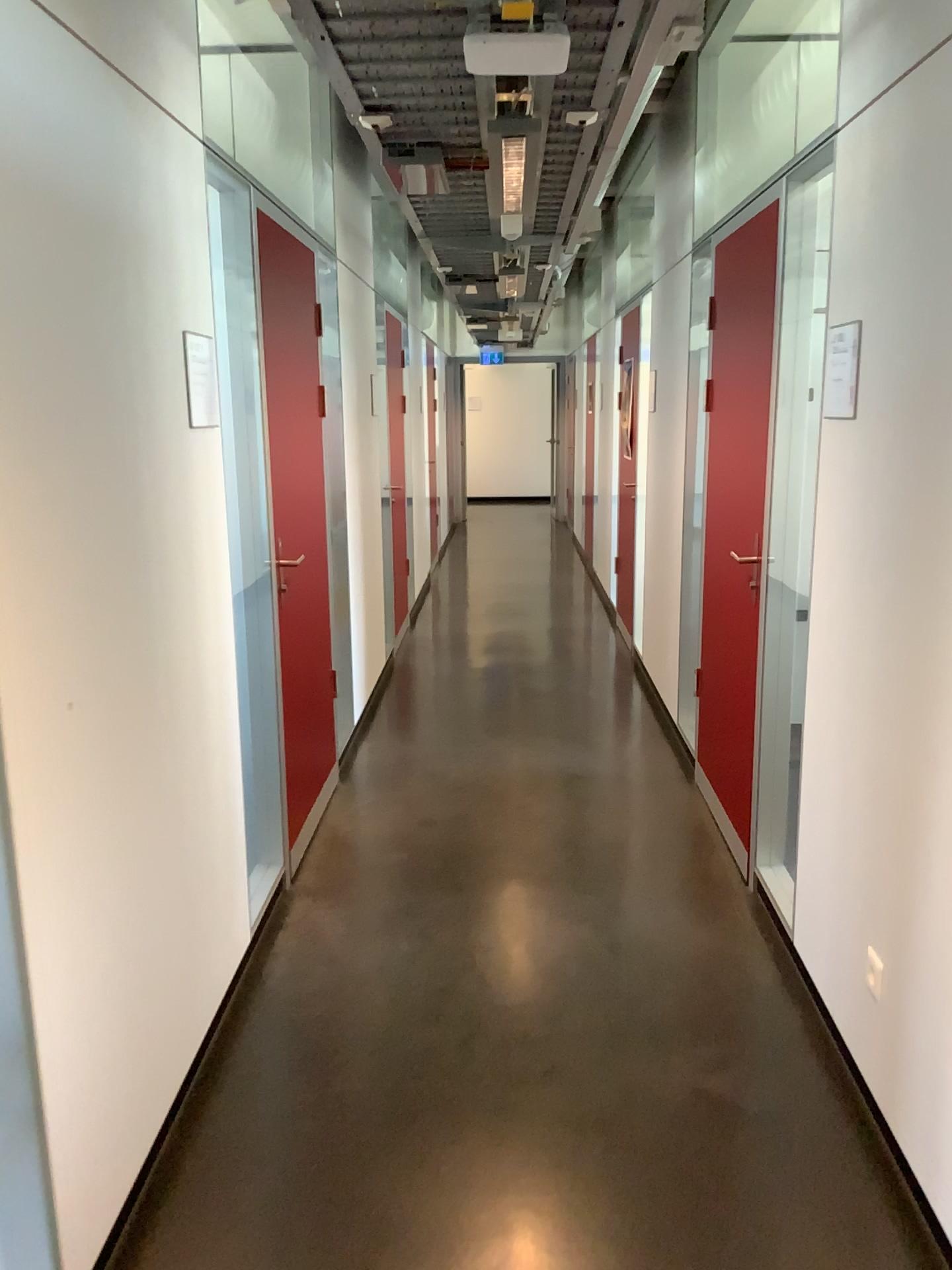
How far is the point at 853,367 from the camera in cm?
224

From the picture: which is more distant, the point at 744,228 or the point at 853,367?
the point at 744,228

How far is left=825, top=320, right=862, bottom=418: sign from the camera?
2.2m

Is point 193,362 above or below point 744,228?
below

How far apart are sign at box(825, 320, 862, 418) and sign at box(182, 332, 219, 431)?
1.4m

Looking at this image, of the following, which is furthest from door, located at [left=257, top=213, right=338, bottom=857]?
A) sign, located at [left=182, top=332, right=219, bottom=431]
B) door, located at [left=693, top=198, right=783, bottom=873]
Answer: A: door, located at [left=693, top=198, right=783, bottom=873]

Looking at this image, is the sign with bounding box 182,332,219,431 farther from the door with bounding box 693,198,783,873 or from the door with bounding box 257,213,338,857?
the door with bounding box 693,198,783,873

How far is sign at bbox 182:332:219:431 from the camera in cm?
247

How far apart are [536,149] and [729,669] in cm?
190

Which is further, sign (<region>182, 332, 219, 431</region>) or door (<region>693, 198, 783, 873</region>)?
door (<region>693, 198, 783, 873</region>)
